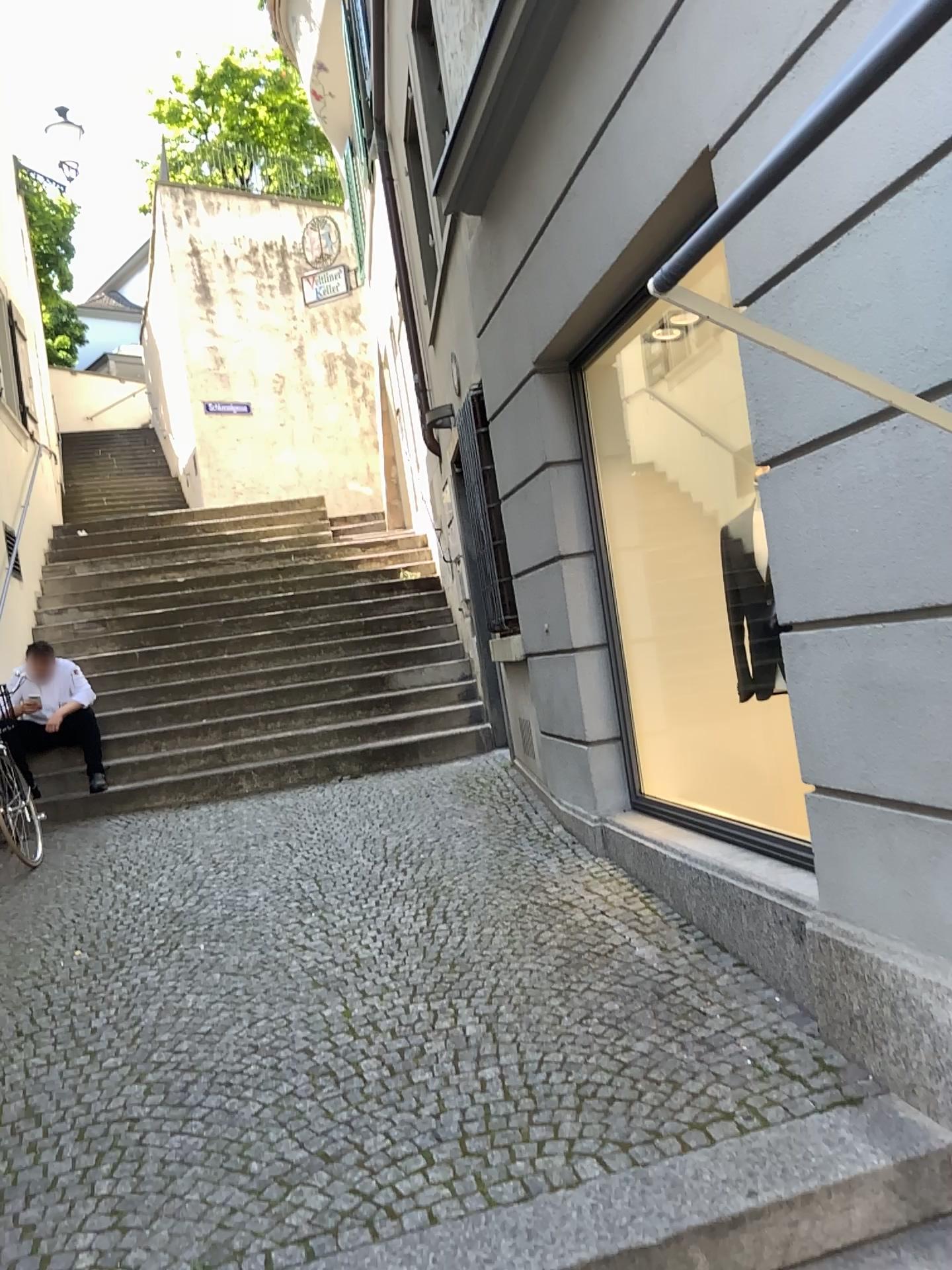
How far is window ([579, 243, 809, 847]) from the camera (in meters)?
4.56

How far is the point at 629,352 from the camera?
4.6m

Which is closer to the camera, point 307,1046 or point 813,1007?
point 813,1007
